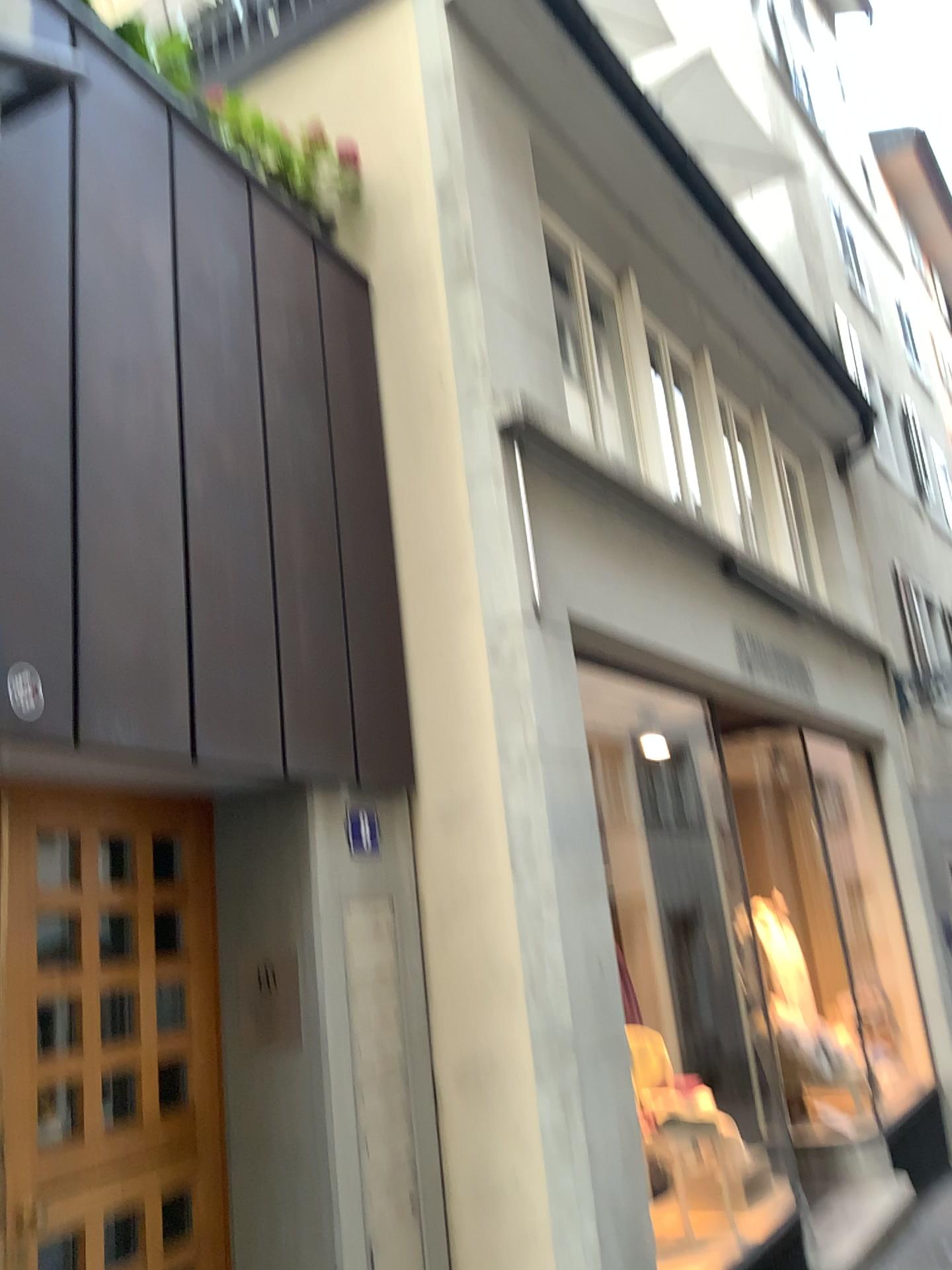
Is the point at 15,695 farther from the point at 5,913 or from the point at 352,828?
the point at 352,828

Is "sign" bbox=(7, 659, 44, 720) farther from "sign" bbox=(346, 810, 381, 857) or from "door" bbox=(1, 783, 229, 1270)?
"sign" bbox=(346, 810, 381, 857)

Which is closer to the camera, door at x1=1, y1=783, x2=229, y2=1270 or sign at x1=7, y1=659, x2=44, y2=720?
sign at x1=7, y1=659, x2=44, y2=720

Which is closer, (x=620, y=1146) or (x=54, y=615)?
(x=54, y=615)

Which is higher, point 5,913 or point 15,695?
point 15,695

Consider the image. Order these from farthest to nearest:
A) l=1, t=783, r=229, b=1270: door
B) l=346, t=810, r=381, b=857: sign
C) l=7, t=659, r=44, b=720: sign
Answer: l=346, t=810, r=381, b=857: sign
l=1, t=783, r=229, b=1270: door
l=7, t=659, r=44, b=720: sign

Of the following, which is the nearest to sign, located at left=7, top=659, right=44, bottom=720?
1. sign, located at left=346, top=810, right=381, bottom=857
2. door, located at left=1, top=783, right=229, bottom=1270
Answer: door, located at left=1, top=783, right=229, bottom=1270

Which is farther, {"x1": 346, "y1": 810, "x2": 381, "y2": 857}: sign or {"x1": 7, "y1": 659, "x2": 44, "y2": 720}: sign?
{"x1": 346, "y1": 810, "x2": 381, "y2": 857}: sign

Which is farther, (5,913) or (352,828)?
(352,828)
